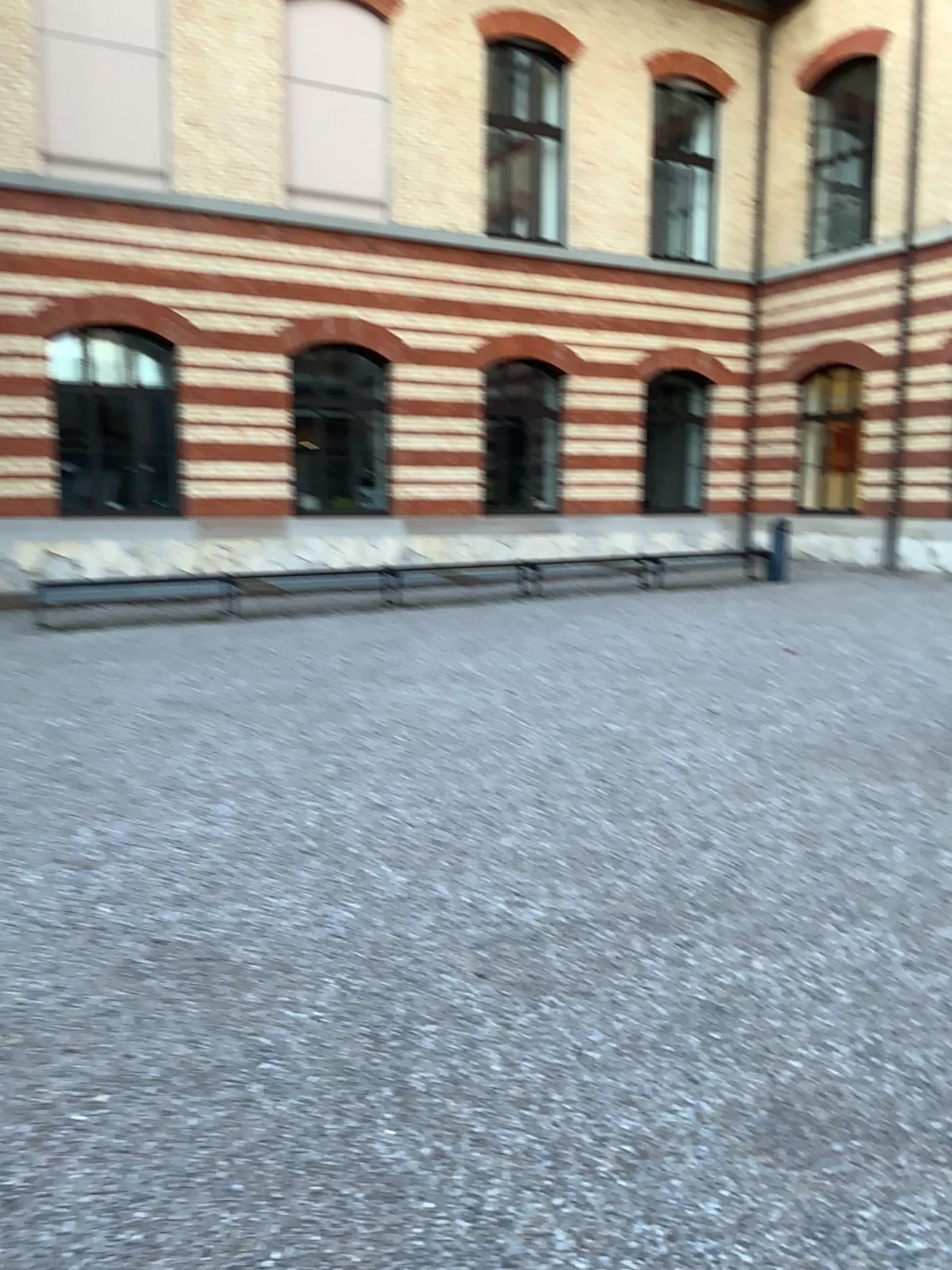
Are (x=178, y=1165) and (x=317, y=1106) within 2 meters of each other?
yes
